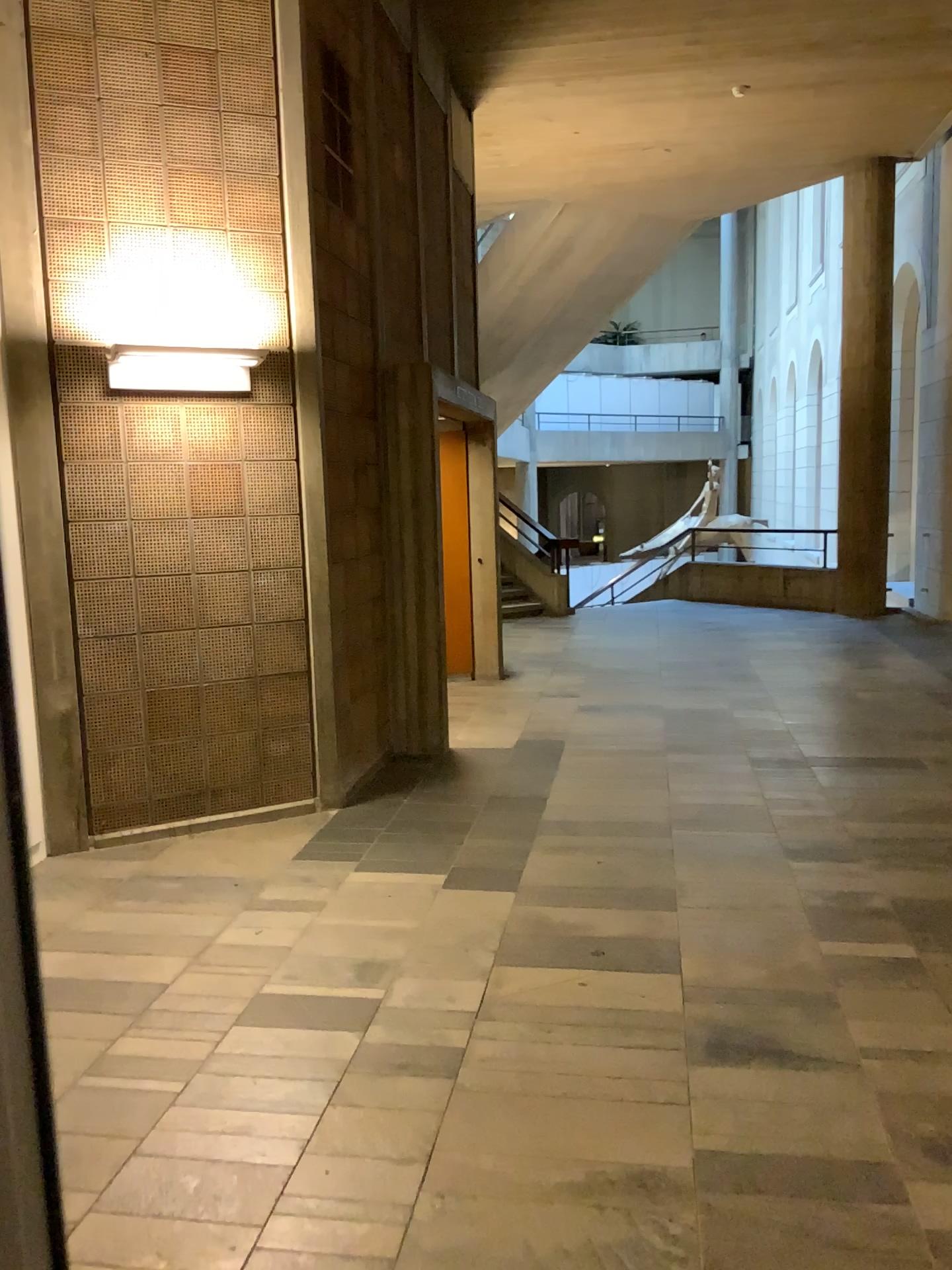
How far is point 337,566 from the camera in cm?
512

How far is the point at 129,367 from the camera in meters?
4.6

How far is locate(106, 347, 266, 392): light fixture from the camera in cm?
455
